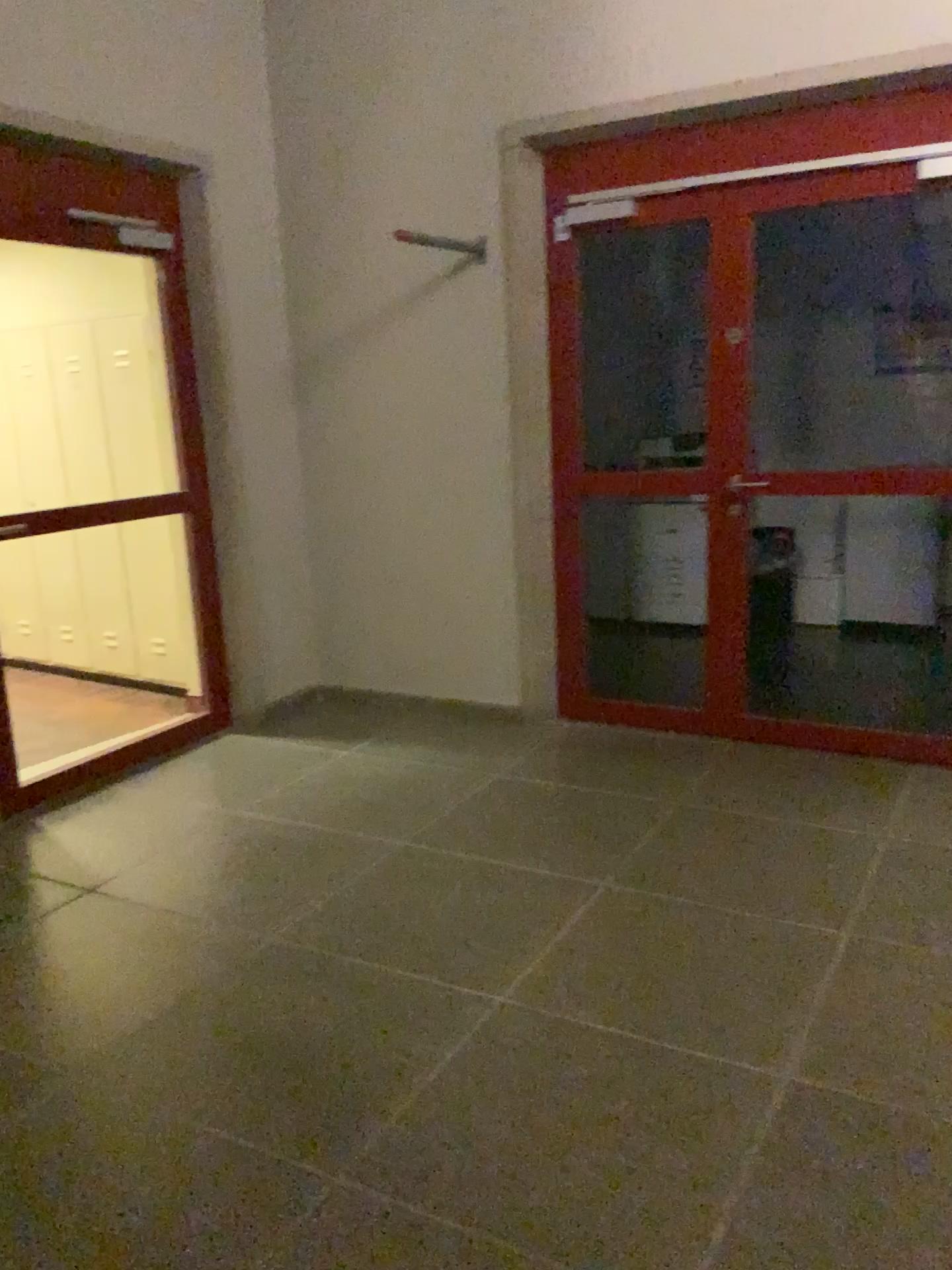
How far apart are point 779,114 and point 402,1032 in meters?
3.4 m
